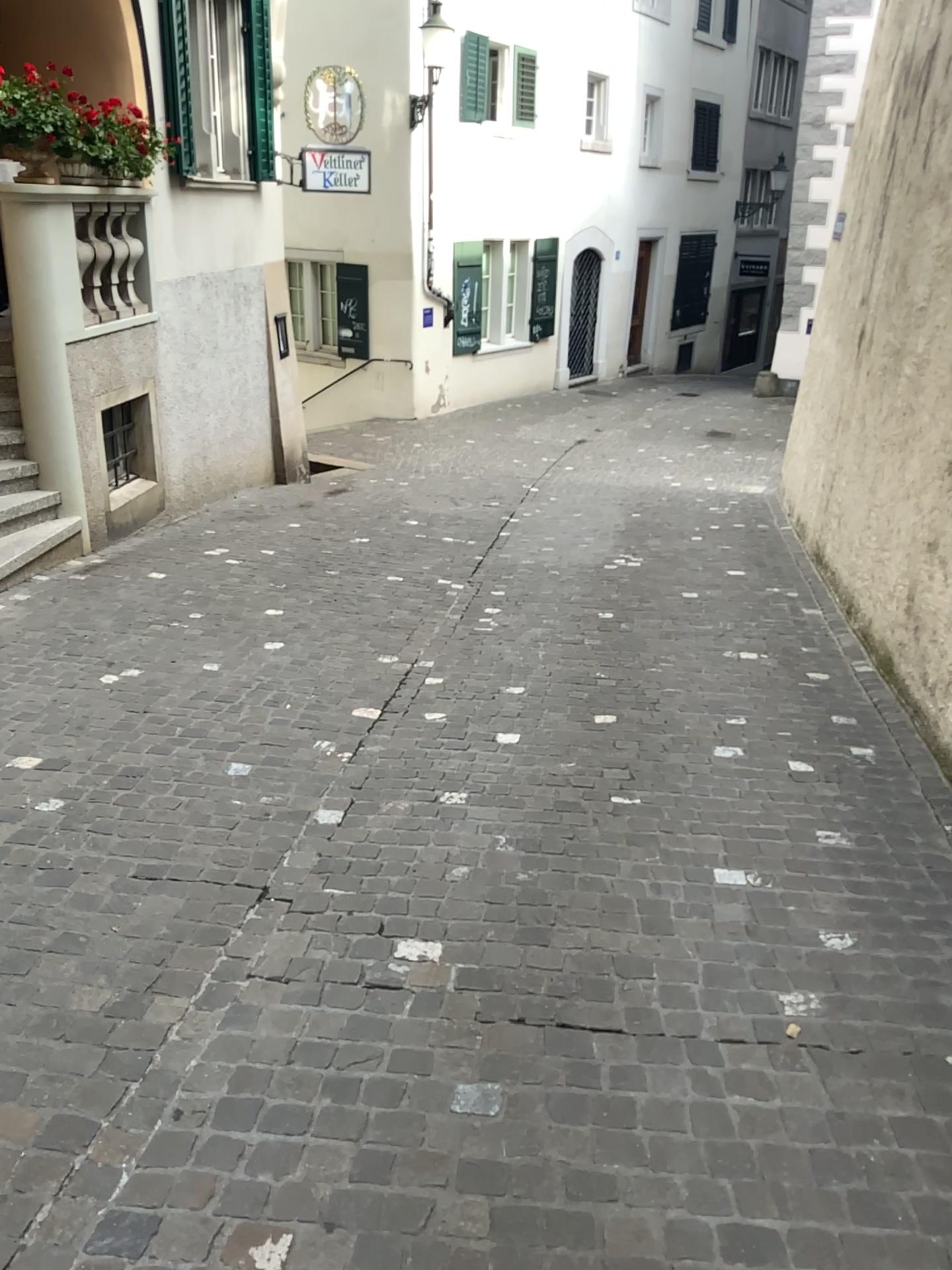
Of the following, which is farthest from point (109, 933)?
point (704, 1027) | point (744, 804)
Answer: point (744, 804)
